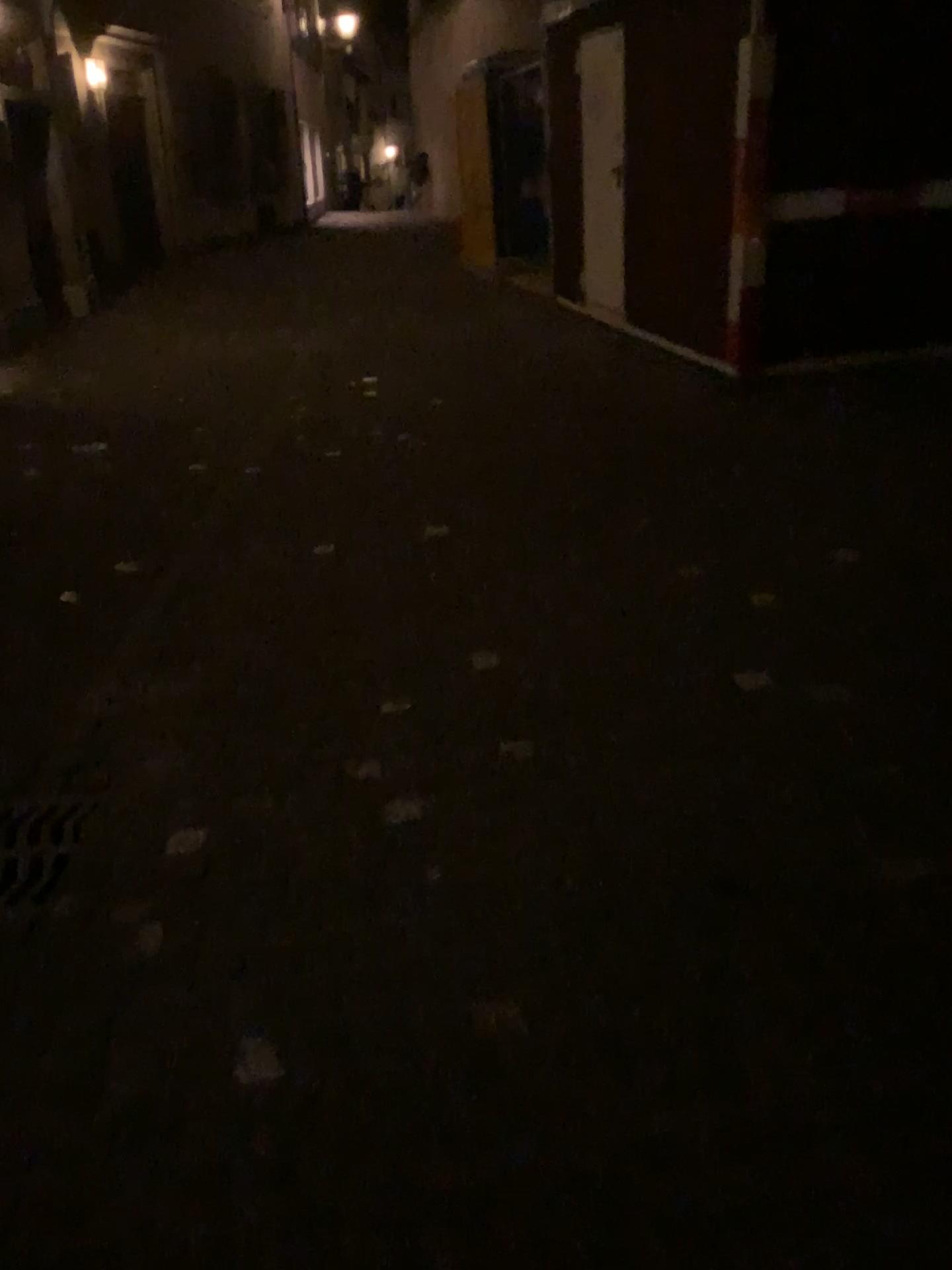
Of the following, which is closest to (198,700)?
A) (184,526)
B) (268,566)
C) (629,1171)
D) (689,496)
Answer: (268,566)
